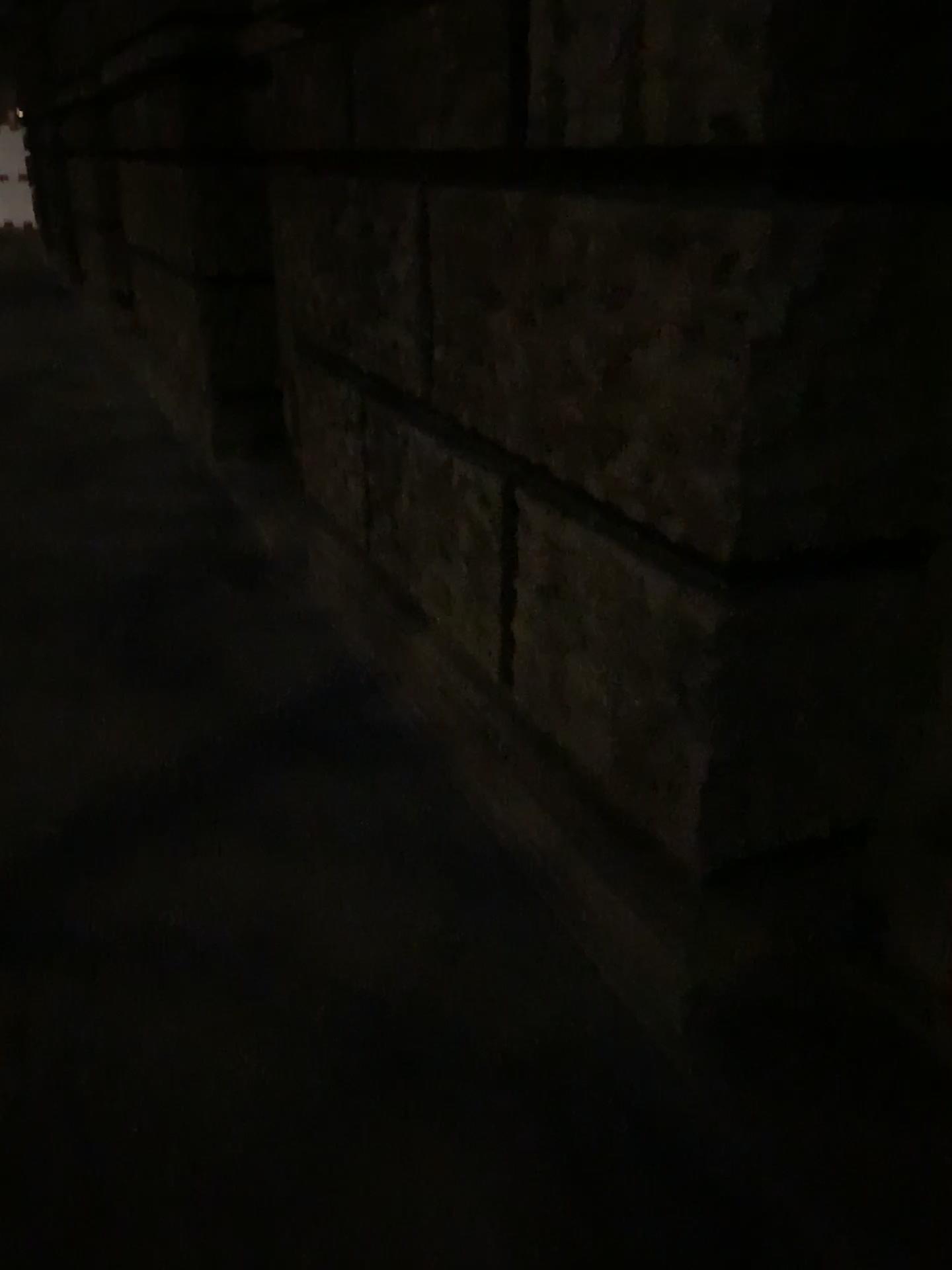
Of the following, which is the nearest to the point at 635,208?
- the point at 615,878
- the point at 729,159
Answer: the point at 729,159
